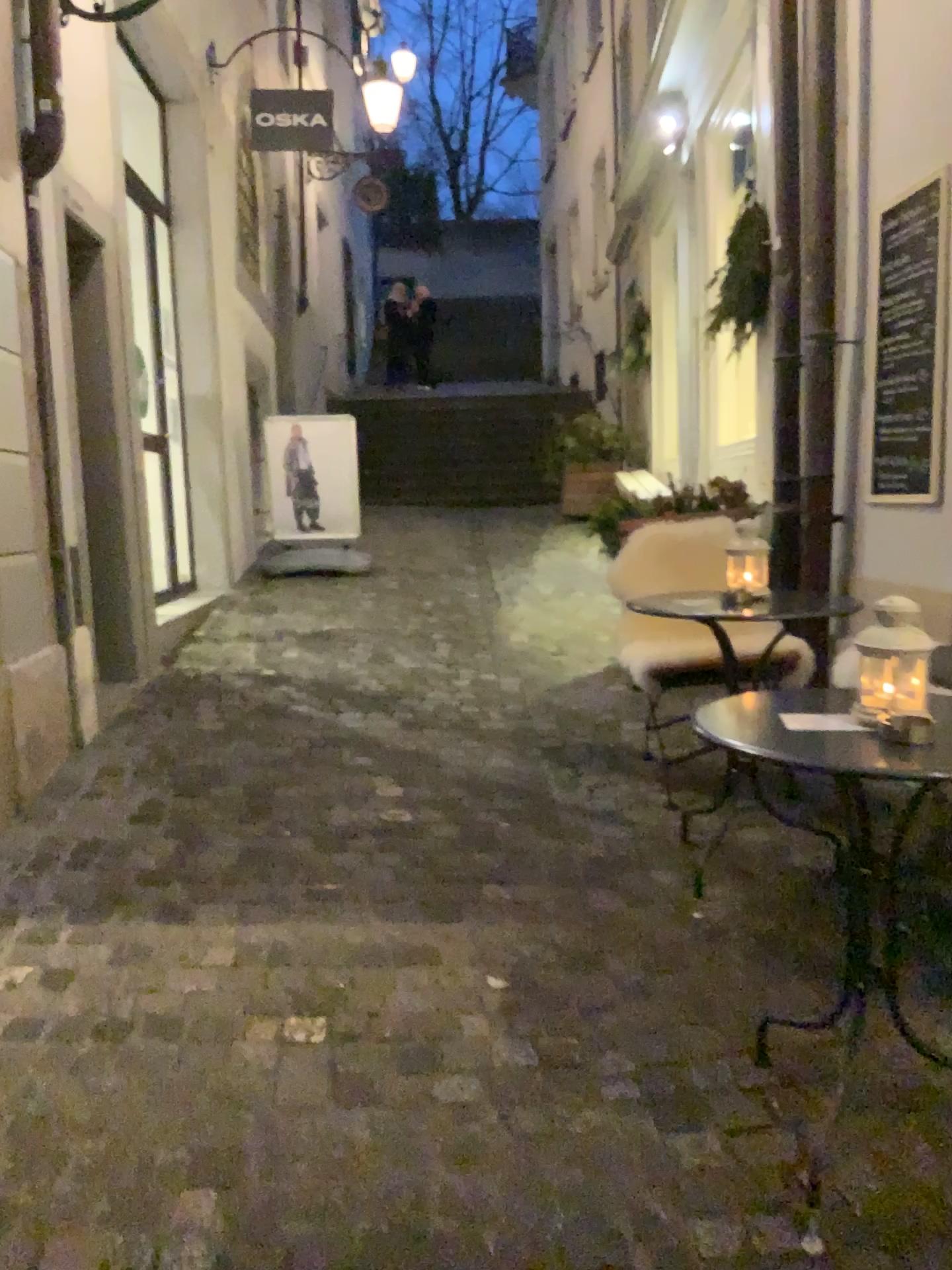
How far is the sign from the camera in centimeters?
329cm

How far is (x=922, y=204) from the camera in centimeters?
329cm

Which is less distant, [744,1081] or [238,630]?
[744,1081]

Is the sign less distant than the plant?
Yes

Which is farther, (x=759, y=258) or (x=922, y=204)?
(x=759, y=258)
